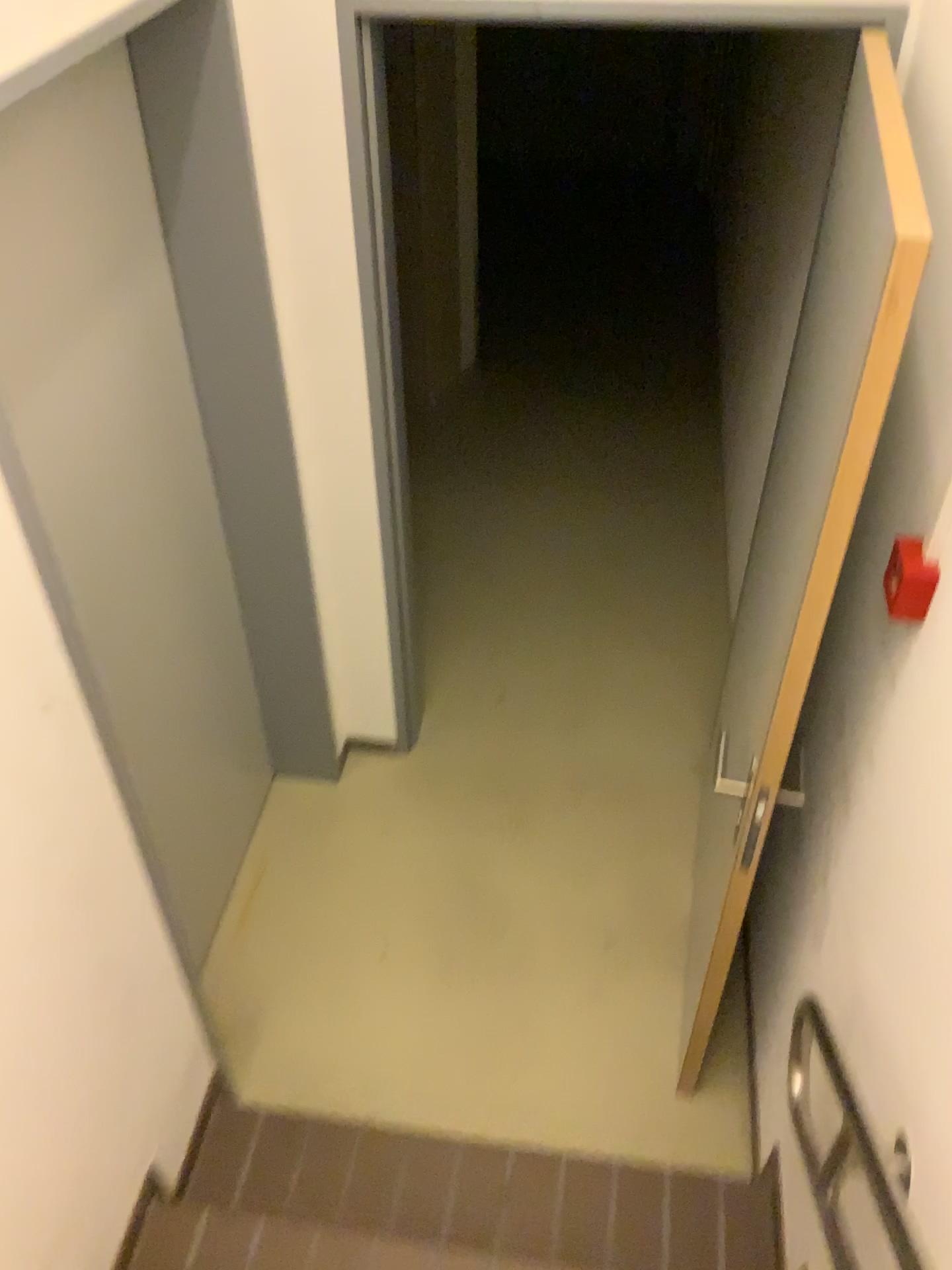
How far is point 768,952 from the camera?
2.27m

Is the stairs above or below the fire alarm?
below

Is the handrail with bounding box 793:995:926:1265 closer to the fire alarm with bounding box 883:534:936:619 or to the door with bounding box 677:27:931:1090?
the door with bounding box 677:27:931:1090

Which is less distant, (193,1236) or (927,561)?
(927,561)

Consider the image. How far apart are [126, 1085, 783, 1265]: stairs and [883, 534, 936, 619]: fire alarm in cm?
127

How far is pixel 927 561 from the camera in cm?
151

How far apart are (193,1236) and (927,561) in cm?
172

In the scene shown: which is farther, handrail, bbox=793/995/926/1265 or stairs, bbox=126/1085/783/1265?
stairs, bbox=126/1085/783/1265

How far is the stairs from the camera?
1.9m

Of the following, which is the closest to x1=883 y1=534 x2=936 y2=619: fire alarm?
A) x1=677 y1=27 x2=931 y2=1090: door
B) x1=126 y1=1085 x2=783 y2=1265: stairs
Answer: x1=677 y1=27 x2=931 y2=1090: door
